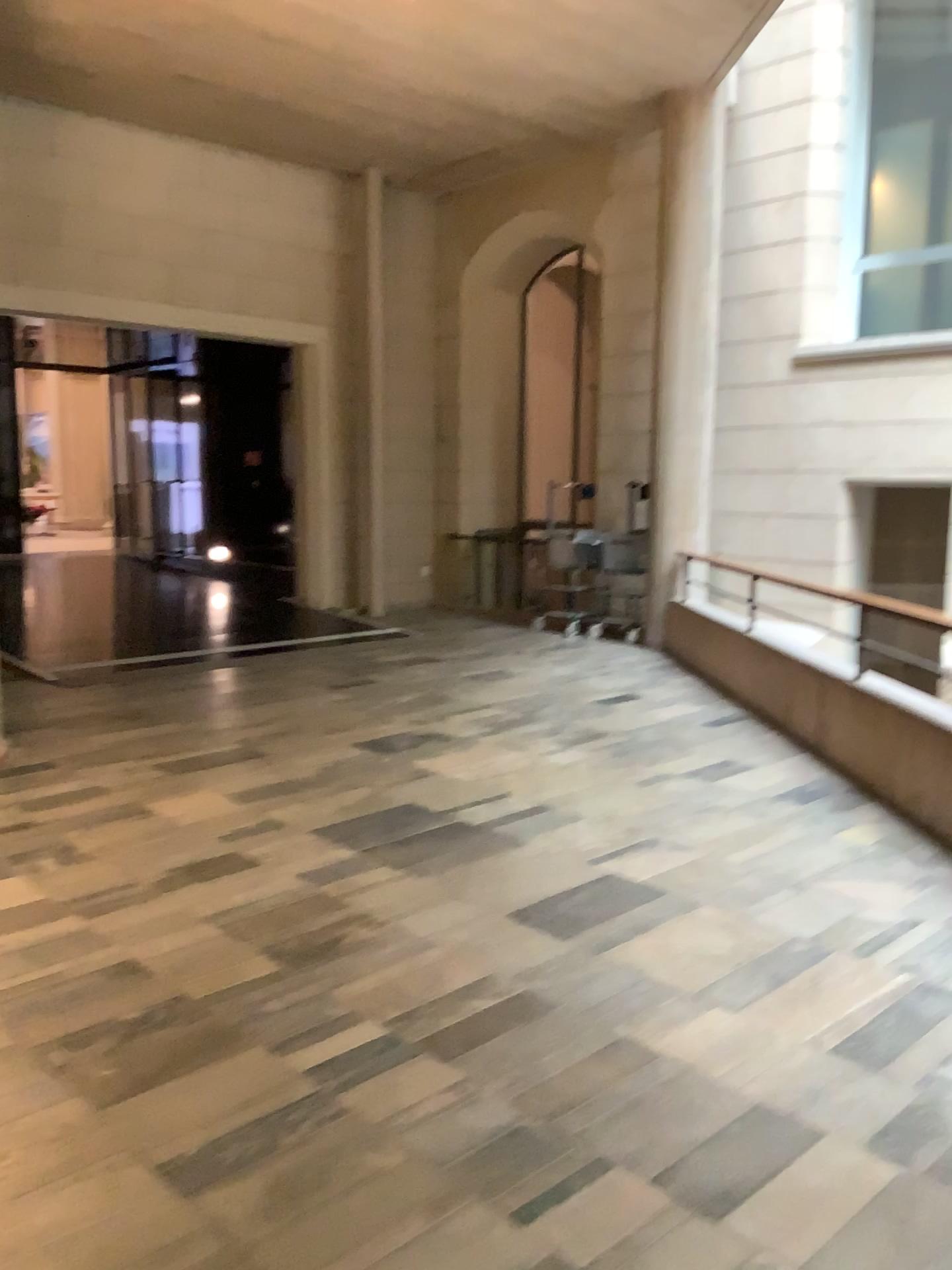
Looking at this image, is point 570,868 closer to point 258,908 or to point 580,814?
point 580,814
